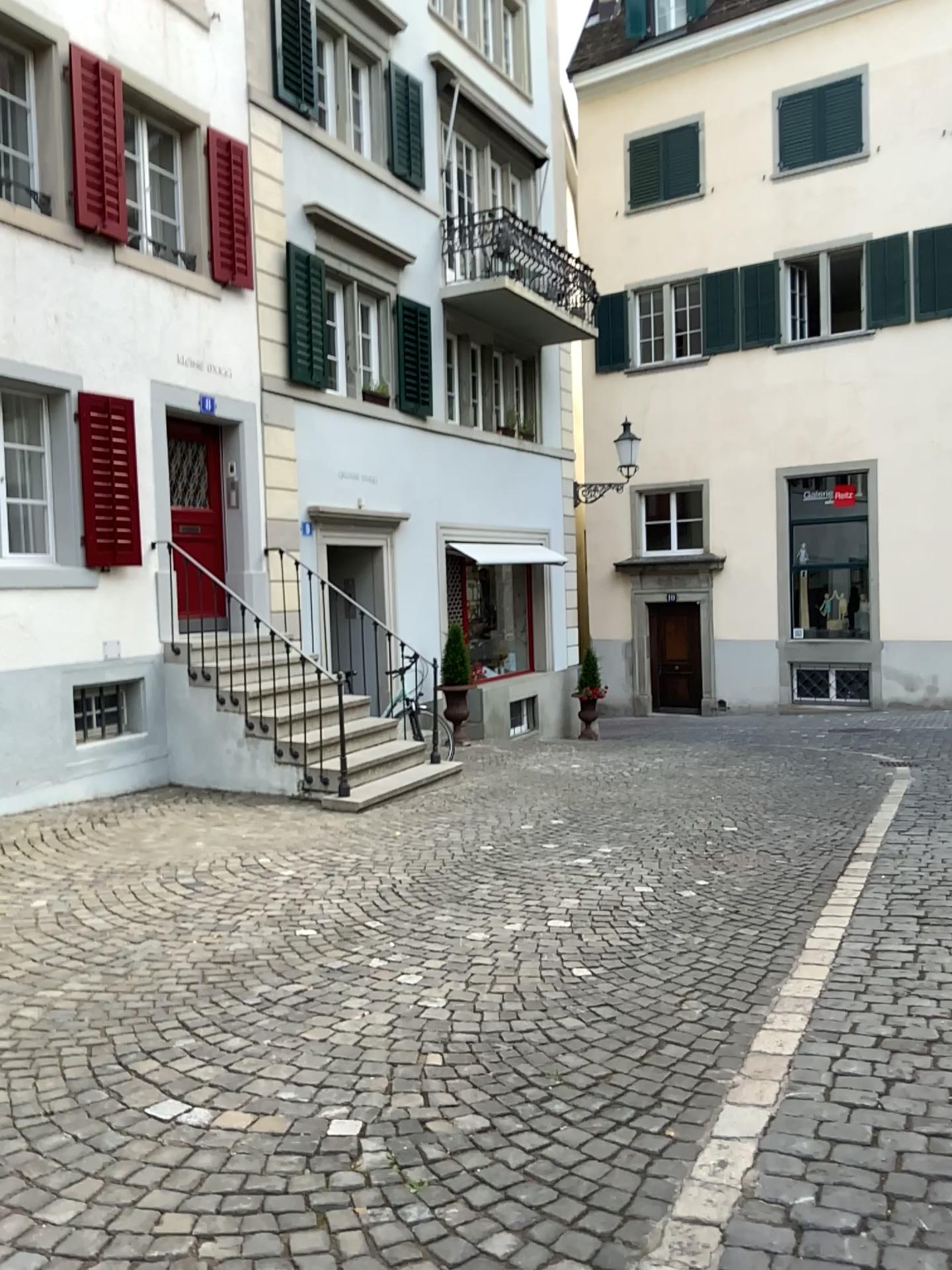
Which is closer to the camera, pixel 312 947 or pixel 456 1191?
pixel 456 1191
